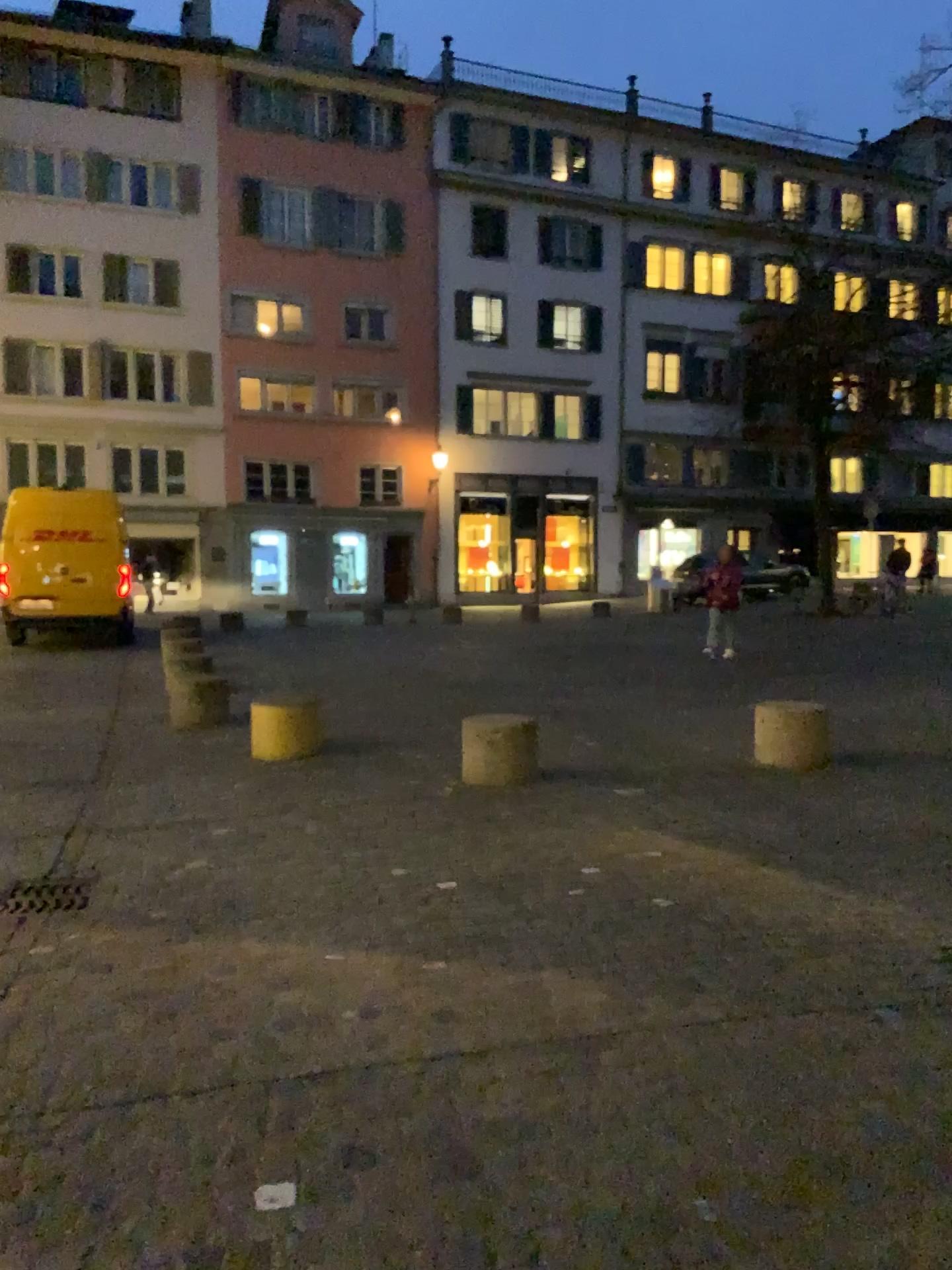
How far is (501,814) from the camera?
5.6 meters
